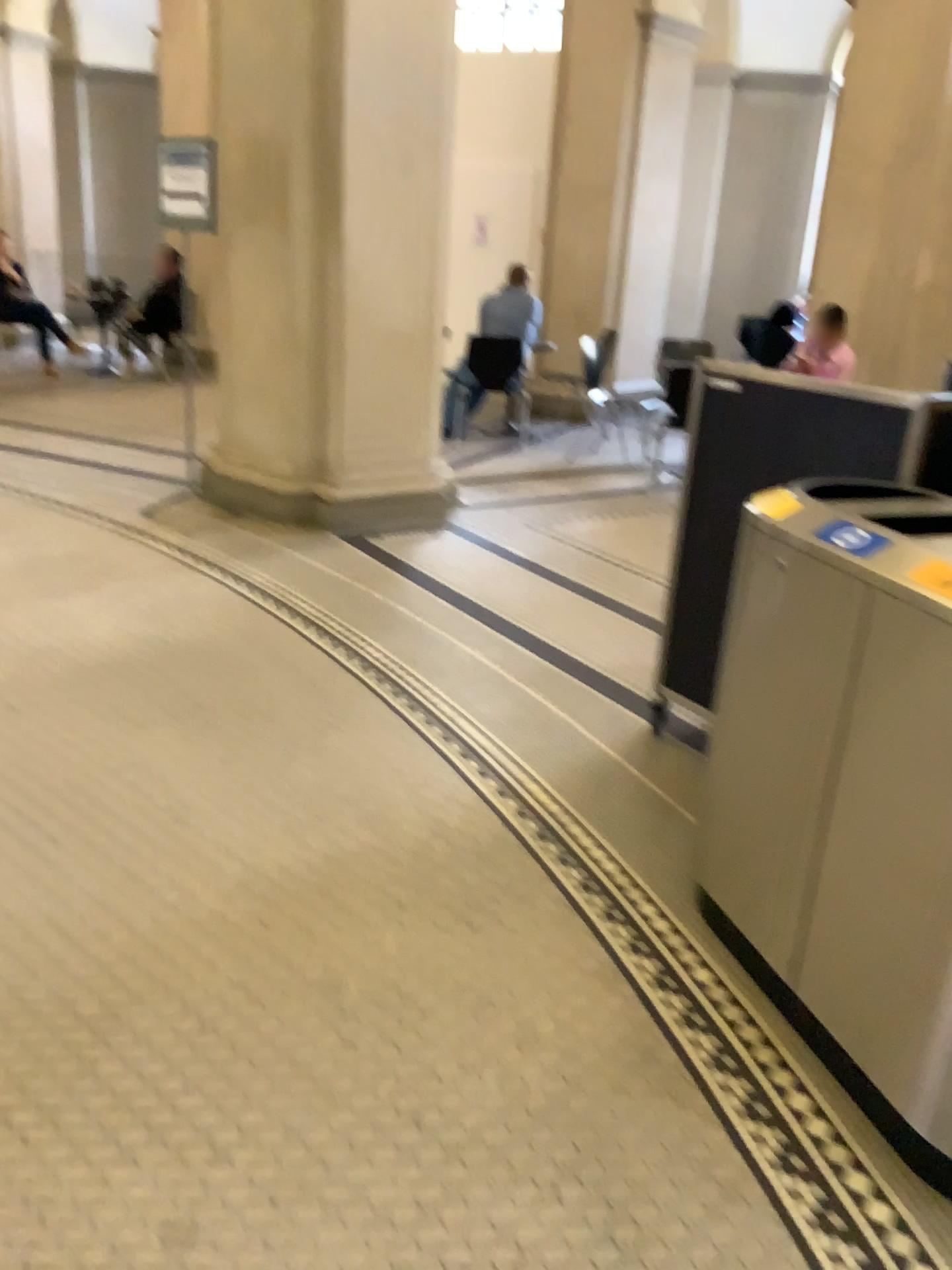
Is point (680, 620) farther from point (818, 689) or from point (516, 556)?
point (516, 556)
